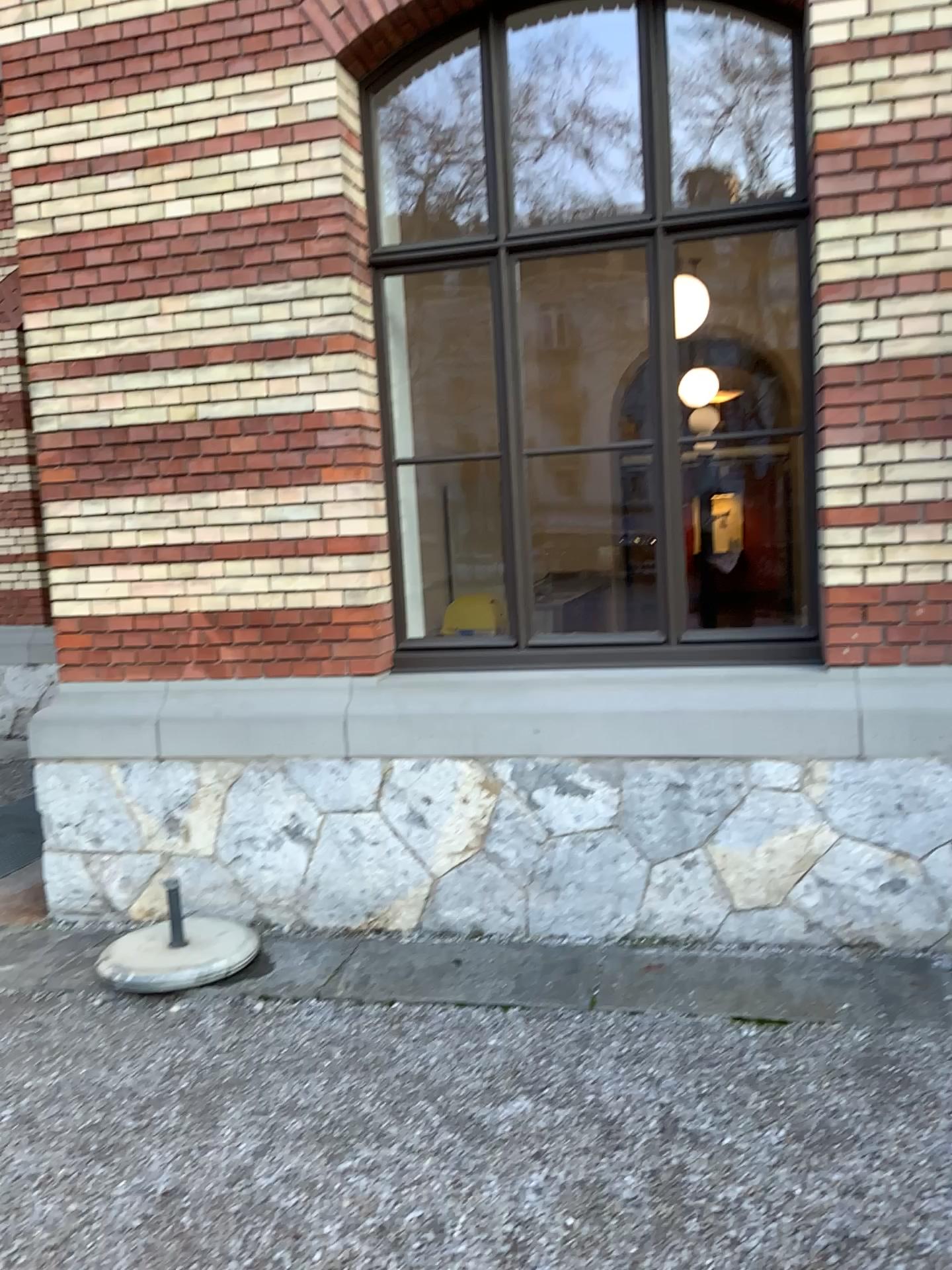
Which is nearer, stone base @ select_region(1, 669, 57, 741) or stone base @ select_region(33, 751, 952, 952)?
stone base @ select_region(33, 751, 952, 952)

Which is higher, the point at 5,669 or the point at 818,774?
the point at 5,669

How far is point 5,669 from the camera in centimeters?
447cm

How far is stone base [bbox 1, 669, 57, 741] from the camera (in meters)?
4.47

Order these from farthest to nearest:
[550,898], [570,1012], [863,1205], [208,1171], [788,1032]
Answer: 1. [550,898]
2. [570,1012]
3. [788,1032]
4. [208,1171]
5. [863,1205]

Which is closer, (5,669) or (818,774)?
(818,774)
